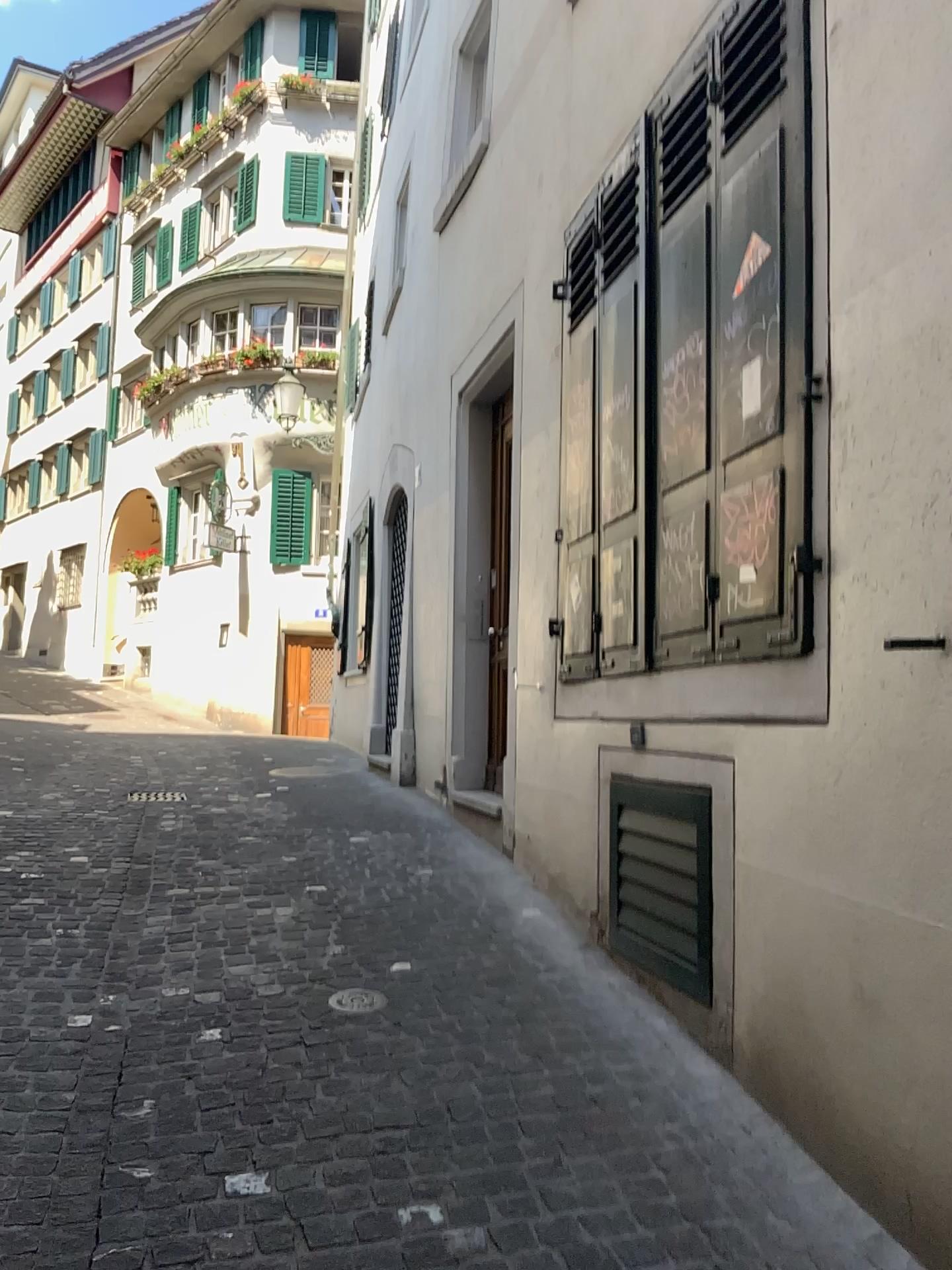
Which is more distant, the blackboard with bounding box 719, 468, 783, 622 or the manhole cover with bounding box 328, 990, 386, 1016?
the manhole cover with bounding box 328, 990, 386, 1016

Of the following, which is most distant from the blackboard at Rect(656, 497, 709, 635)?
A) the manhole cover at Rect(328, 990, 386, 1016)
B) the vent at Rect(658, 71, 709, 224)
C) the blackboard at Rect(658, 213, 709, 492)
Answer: the manhole cover at Rect(328, 990, 386, 1016)

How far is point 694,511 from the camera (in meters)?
3.34

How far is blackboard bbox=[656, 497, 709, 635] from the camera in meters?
3.3

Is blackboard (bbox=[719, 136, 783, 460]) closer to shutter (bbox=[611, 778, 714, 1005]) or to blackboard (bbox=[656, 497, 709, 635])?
blackboard (bbox=[656, 497, 709, 635])

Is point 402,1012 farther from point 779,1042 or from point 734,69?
point 734,69

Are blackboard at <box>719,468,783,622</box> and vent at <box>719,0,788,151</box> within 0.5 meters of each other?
no

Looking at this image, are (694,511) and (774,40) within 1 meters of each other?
no

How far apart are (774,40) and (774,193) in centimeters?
51cm

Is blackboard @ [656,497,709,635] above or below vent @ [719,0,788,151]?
below
